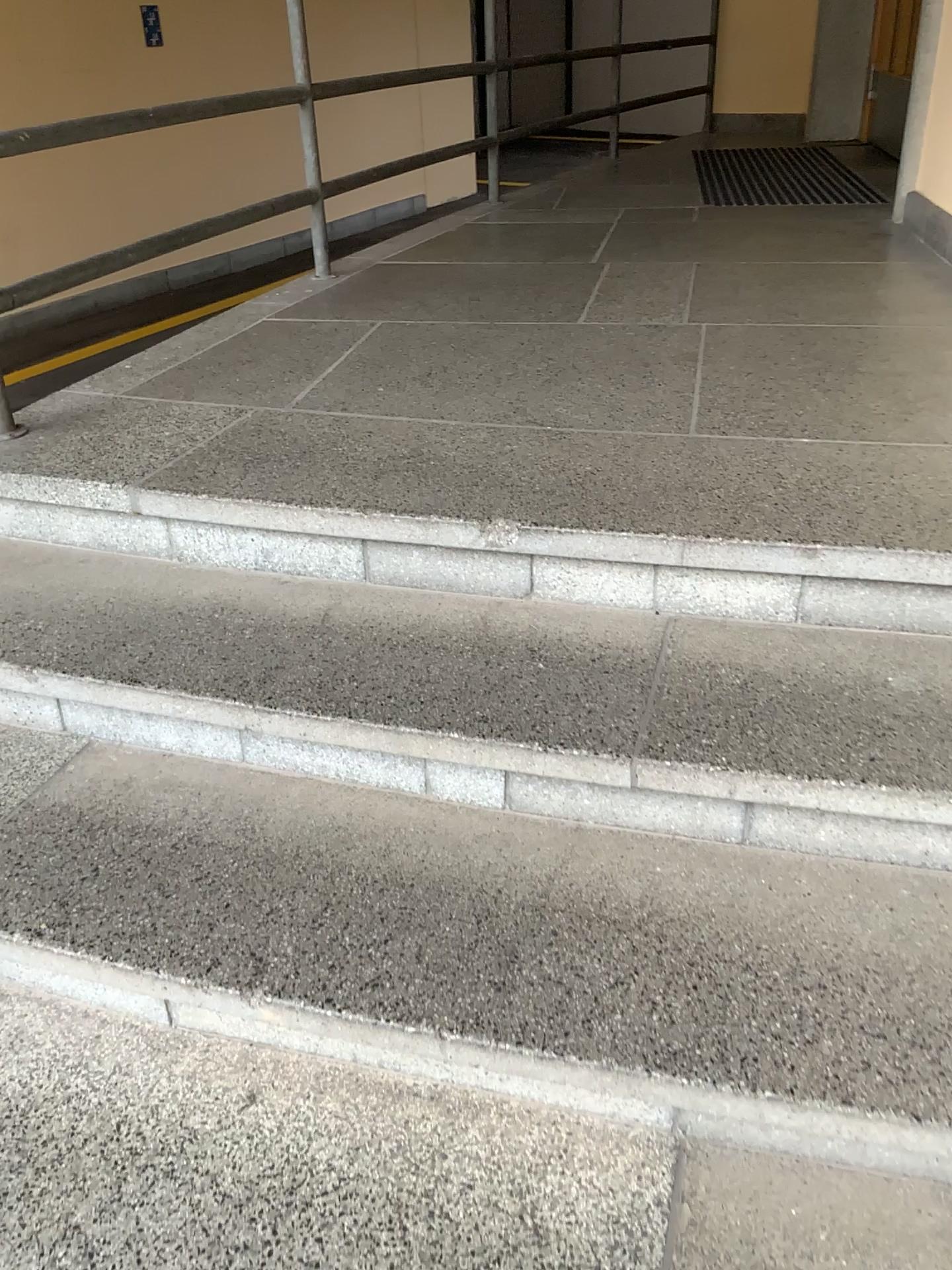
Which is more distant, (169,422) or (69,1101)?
(169,422)
